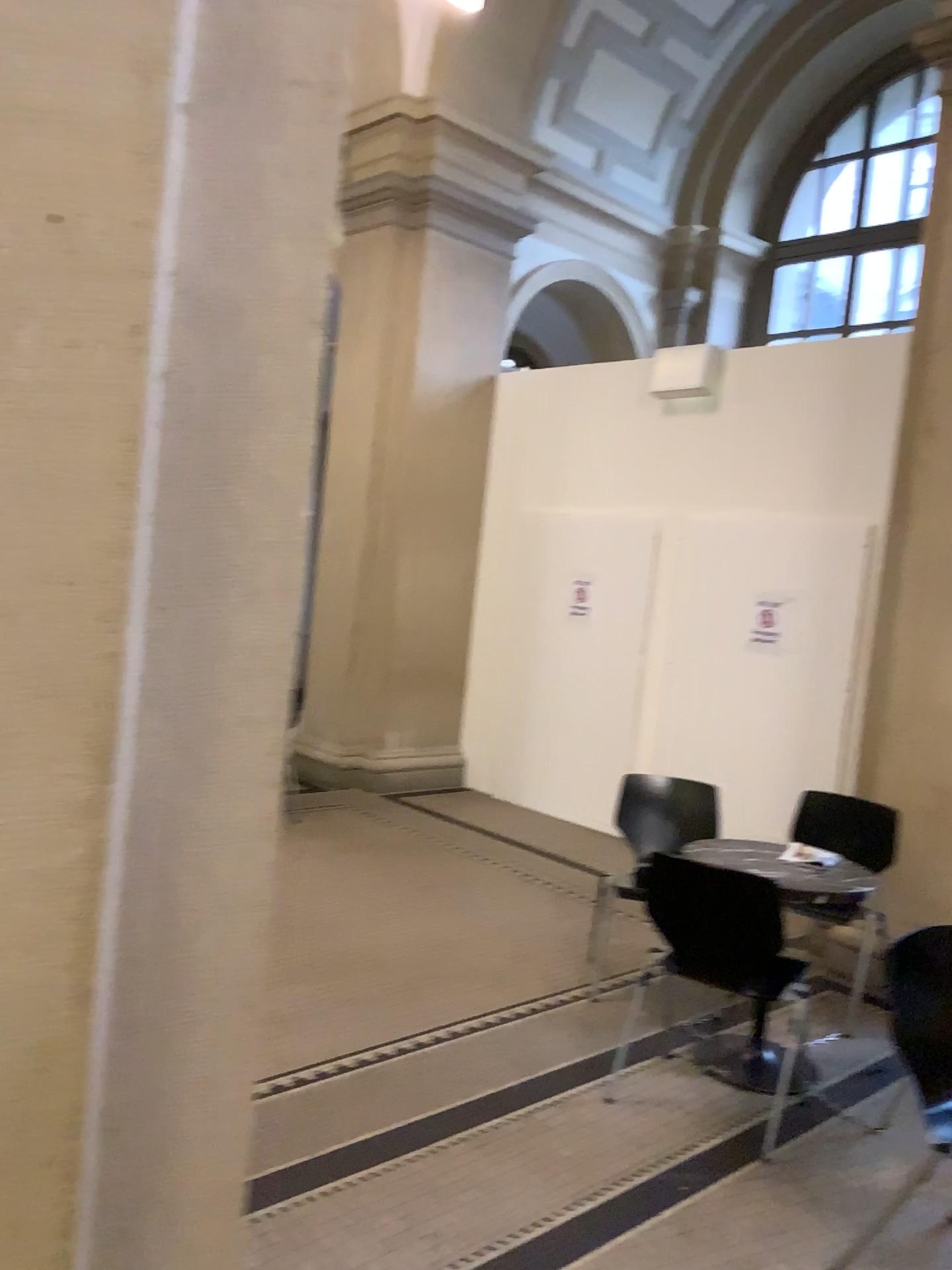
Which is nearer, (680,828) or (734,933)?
(734,933)

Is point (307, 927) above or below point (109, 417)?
below

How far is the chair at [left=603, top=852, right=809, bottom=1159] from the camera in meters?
3.2 m

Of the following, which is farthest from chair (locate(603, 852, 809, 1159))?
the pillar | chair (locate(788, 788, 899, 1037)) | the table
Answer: the pillar

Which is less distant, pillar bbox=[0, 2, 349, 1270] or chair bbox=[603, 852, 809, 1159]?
pillar bbox=[0, 2, 349, 1270]

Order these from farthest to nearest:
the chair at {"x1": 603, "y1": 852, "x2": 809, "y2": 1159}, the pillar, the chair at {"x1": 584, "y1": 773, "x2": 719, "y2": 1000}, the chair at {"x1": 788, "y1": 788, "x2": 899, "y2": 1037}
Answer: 1. the chair at {"x1": 584, "y1": 773, "x2": 719, "y2": 1000}
2. the chair at {"x1": 788, "y1": 788, "x2": 899, "y2": 1037}
3. the chair at {"x1": 603, "y1": 852, "x2": 809, "y2": 1159}
4. the pillar

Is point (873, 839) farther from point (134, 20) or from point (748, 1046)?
point (134, 20)

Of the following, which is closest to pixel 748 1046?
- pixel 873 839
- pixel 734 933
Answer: pixel 734 933

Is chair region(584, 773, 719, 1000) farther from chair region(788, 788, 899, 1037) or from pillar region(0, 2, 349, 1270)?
pillar region(0, 2, 349, 1270)

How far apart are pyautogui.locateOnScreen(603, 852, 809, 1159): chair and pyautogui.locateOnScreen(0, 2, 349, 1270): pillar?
2.2 meters
